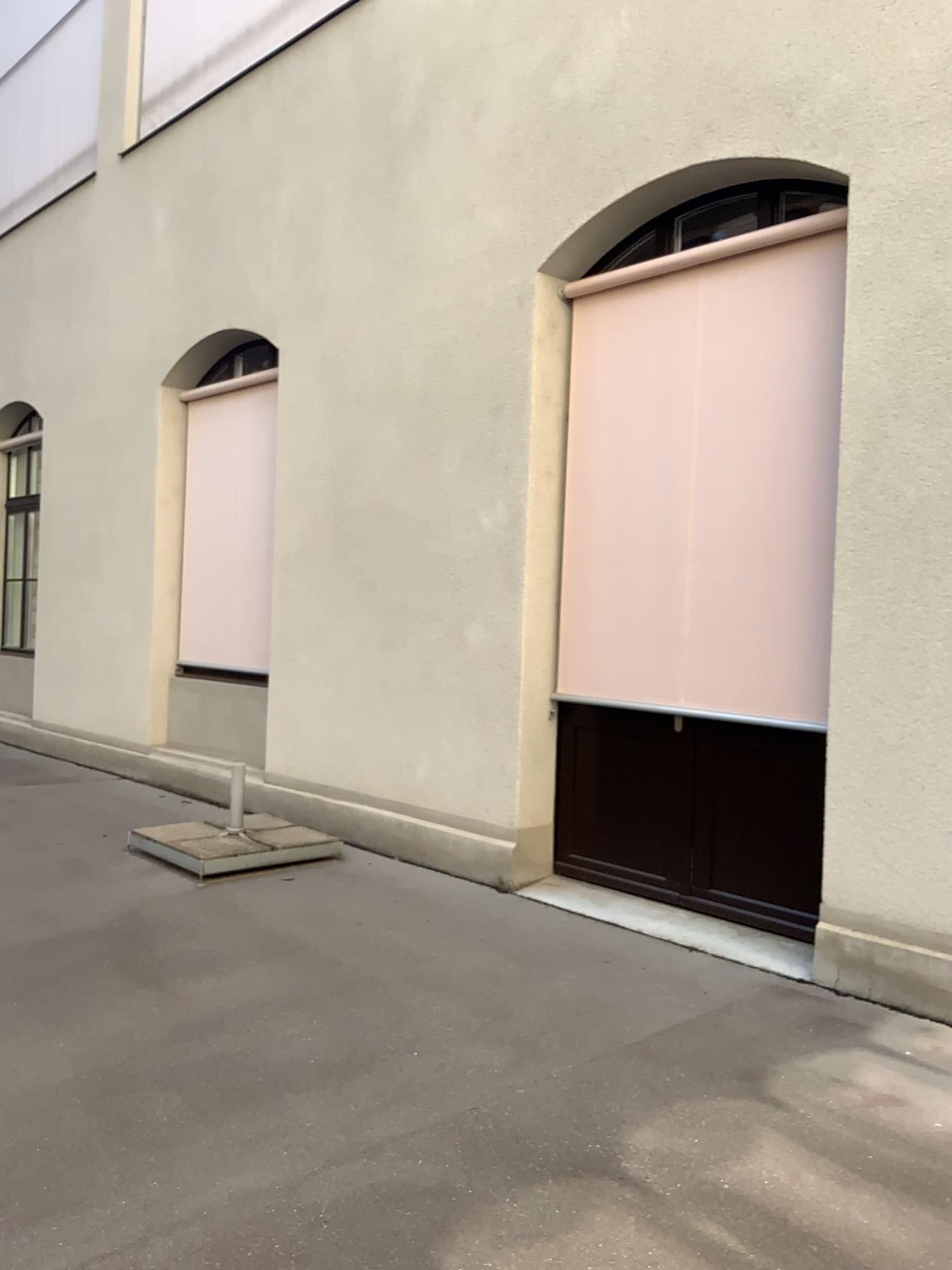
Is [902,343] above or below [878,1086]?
above
